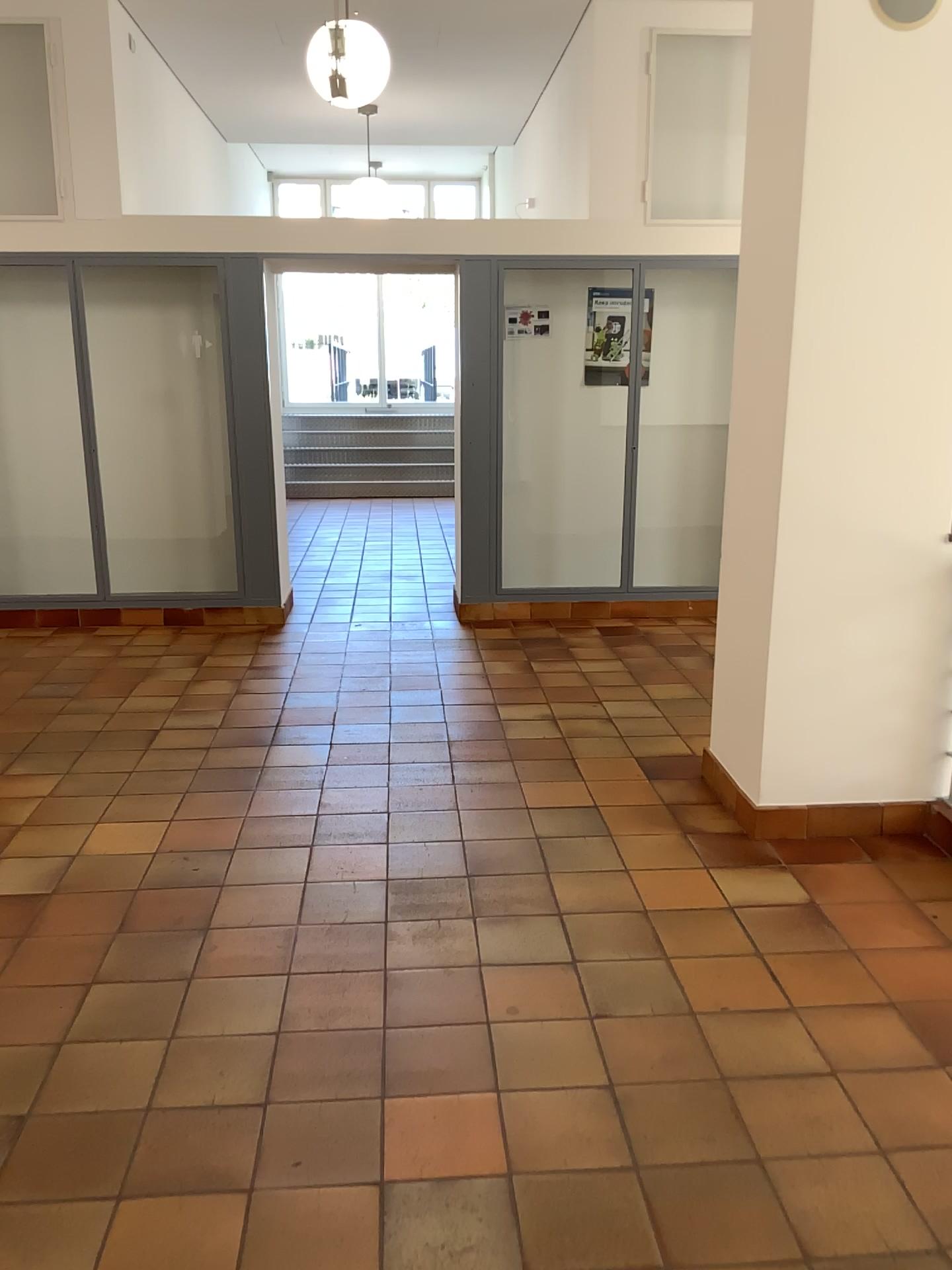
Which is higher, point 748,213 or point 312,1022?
point 748,213

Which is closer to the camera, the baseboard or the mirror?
the mirror

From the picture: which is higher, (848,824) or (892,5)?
(892,5)

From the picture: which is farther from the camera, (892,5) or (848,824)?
(848,824)

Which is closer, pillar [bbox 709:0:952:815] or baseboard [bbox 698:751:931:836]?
pillar [bbox 709:0:952:815]

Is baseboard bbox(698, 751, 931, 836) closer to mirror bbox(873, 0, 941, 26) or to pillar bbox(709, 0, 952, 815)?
pillar bbox(709, 0, 952, 815)

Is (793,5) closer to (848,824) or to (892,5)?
(892,5)

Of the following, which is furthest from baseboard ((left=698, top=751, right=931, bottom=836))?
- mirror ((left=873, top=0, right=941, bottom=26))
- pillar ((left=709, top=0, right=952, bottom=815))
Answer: mirror ((left=873, top=0, right=941, bottom=26))

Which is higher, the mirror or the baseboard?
the mirror
